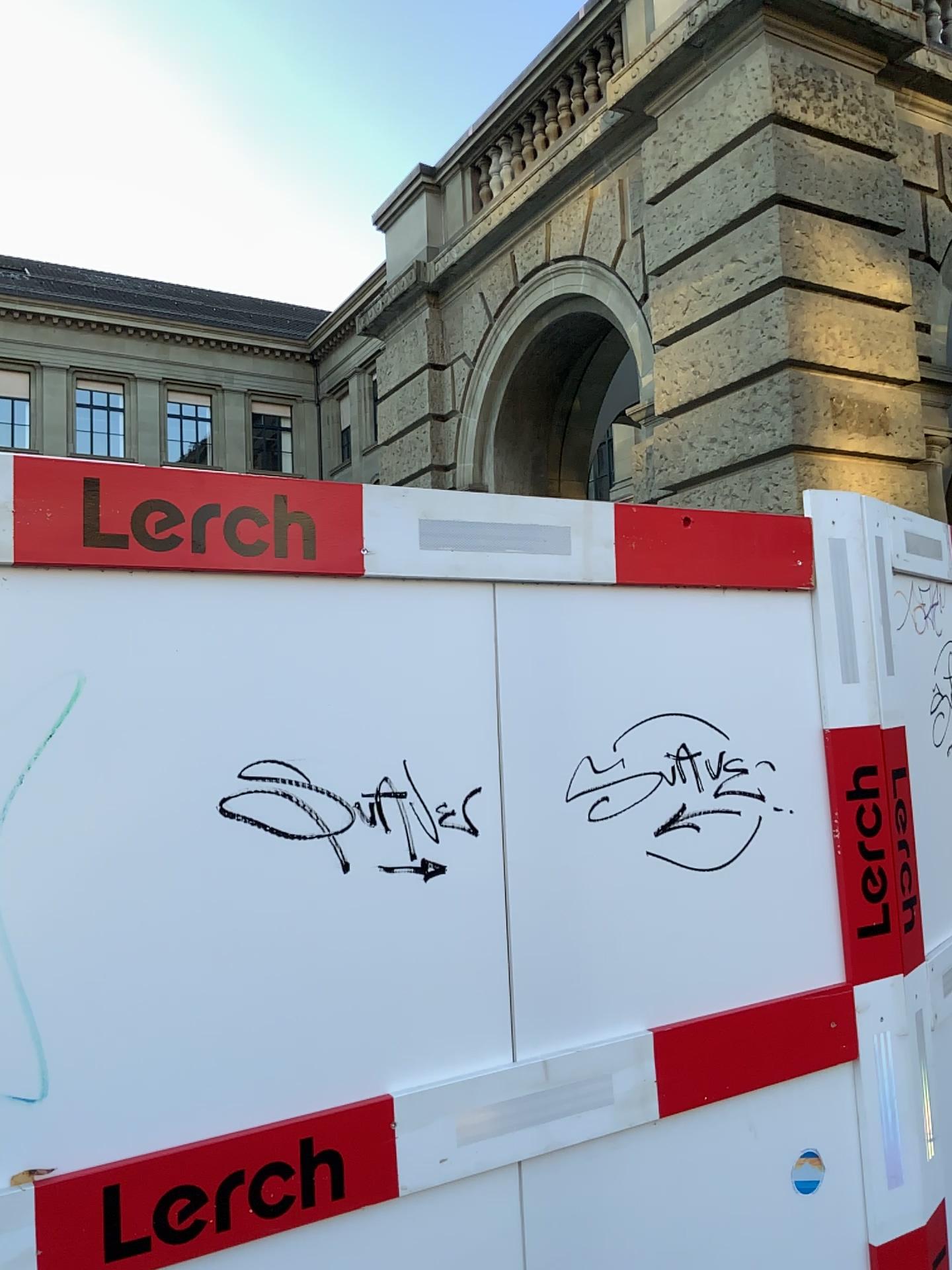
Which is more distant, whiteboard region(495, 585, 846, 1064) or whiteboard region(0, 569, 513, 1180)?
whiteboard region(495, 585, 846, 1064)

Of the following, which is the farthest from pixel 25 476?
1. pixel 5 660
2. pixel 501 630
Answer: pixel 501 630

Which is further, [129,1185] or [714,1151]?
[714,1151]

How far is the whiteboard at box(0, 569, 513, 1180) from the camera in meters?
1.4 m

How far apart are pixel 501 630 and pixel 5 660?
0.8 meters

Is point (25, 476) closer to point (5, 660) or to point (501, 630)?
point (5, 660)

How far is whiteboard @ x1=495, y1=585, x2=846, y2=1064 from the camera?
1.81m
